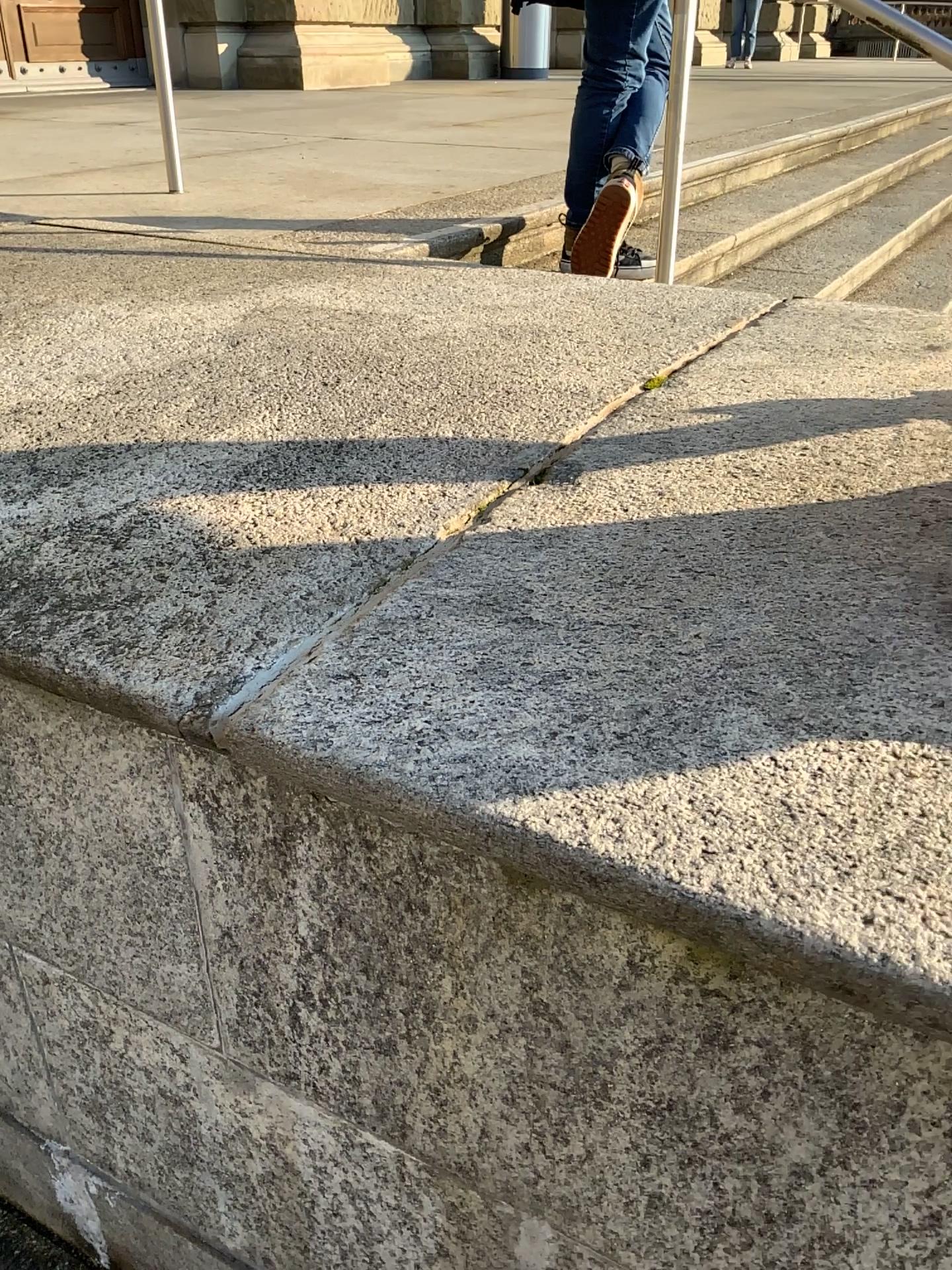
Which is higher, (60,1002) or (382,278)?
(382,278)
